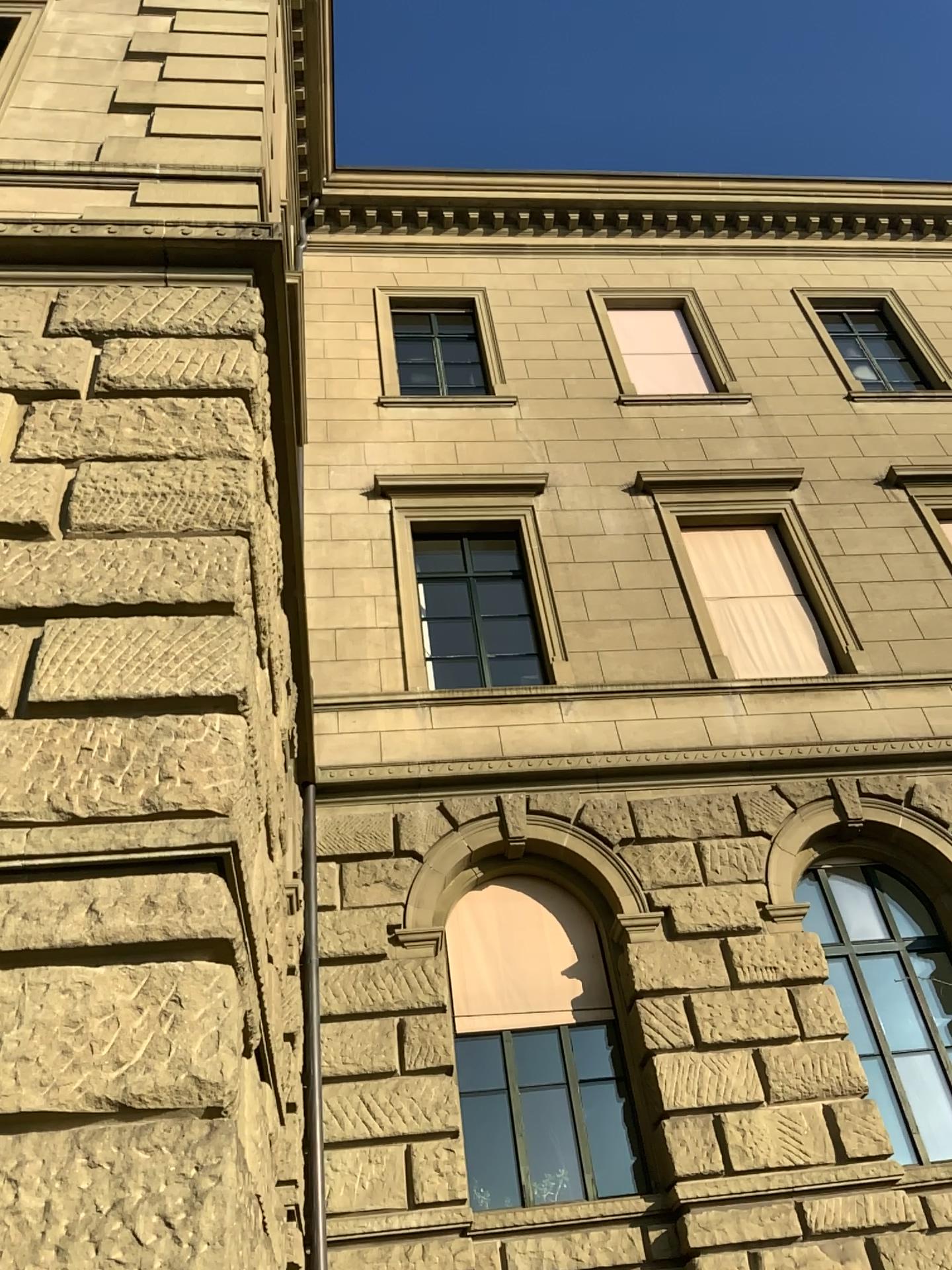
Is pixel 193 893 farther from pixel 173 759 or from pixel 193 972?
pixel 173 759
